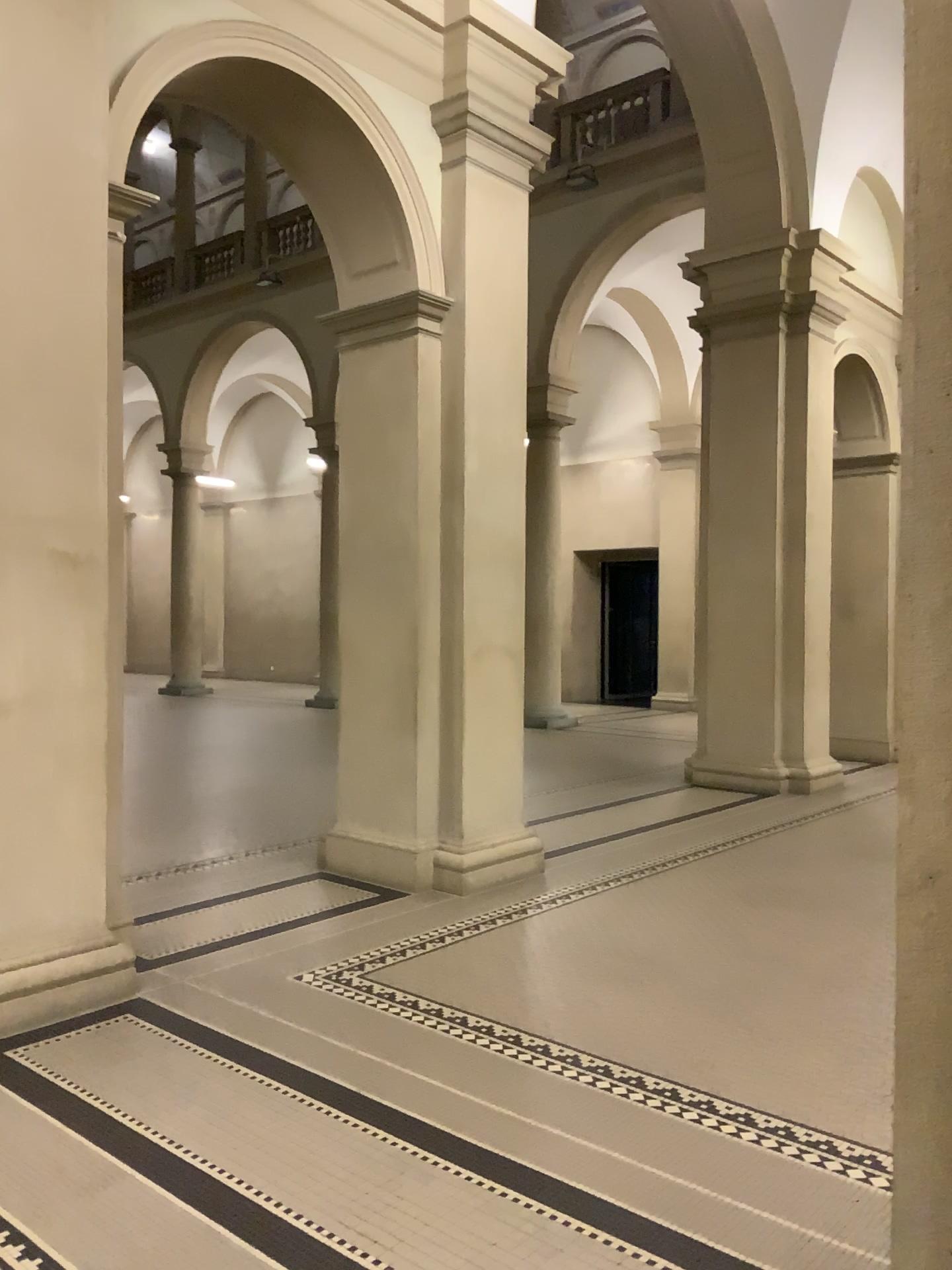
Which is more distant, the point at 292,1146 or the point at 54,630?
the point at 54,630
